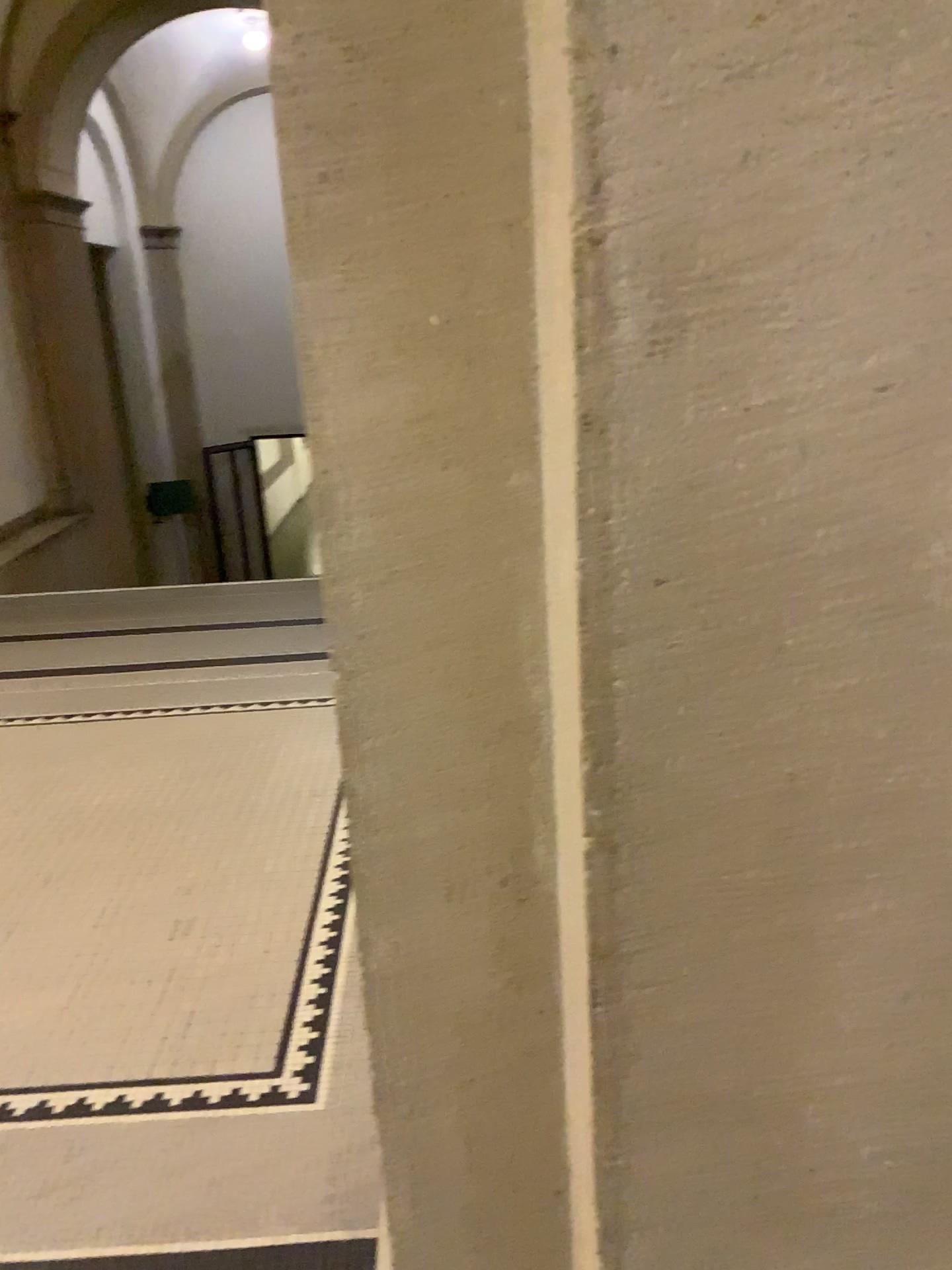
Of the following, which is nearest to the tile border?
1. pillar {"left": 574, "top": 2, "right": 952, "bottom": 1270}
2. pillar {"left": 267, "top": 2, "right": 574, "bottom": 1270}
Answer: pillar {"left": 267, "top": 2, "right": 574, "bottom": 1270}

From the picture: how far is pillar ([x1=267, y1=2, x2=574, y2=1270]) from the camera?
0.75m

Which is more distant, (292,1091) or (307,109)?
(292,1091)

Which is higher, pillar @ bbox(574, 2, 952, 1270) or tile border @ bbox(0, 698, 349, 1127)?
pillar @ bbox(574, 2, 952, 1270)

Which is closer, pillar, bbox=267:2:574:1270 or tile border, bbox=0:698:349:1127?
pillar, bbox=267:2:574:1270

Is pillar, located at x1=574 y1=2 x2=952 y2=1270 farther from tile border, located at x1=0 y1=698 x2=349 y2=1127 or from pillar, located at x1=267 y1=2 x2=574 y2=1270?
tile border, located at x1=0 y1=698 x2=349 y2=1127

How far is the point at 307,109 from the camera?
0.7 meters

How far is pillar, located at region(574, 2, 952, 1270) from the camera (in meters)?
0.60

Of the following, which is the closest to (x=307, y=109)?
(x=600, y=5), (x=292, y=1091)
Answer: (x=600, y=5)

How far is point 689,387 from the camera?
0.6m
